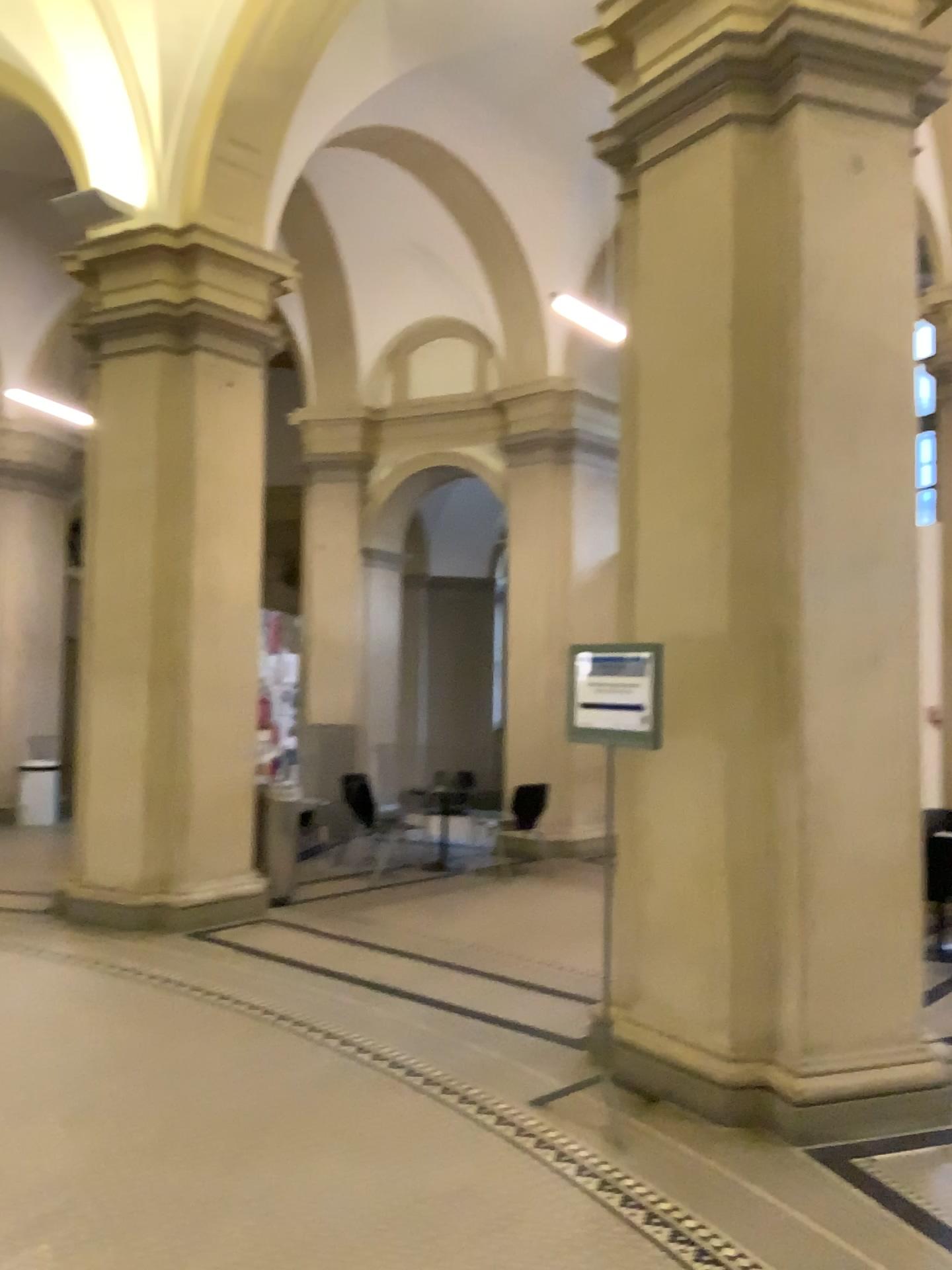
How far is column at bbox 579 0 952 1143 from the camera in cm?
406

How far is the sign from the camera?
4.02m

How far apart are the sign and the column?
0.26m

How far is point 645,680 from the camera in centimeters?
402cm

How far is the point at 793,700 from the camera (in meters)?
4.06

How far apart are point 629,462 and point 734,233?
1.03m

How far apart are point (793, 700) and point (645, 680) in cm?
58
